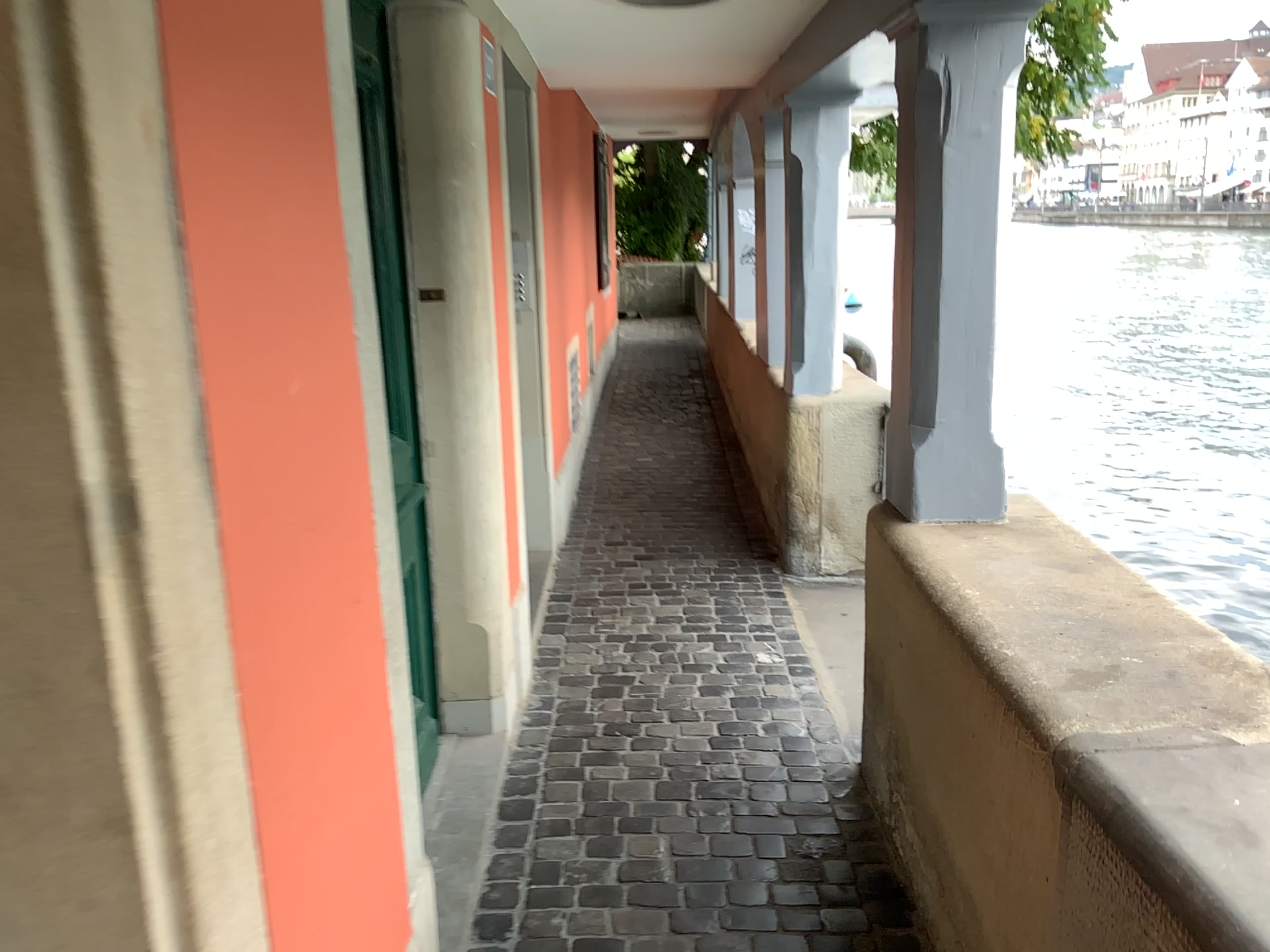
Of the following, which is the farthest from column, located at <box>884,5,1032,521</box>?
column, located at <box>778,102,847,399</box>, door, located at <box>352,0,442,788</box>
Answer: column, located at <box>778,102,847,399</box>

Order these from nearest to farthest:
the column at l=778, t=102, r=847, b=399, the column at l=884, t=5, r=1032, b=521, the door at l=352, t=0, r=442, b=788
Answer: the door at l=352, t=0, r=442, b=788
the column at l=884, t=5, r=1032, b=521
the column at l=778, t=102, r=847, b=399

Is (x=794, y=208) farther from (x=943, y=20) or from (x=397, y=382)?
(x=397, y=382)

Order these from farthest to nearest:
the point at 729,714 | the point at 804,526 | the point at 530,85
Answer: the point at 804,526, the point at 530,85, the point at 729,714

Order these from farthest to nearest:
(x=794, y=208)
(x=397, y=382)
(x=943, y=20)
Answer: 1. (x=794, y=208)
2. (x=943, y=20)
3. (x=397, y=382)

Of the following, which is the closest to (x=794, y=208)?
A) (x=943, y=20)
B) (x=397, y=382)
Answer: (x=943, y=20)

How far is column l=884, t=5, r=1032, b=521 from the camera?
2.3 meters

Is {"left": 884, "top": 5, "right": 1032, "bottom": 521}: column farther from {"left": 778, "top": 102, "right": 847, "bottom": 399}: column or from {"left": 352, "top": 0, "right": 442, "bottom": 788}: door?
{"left": 778, "top": 102, "right": 847, "bottom": 399}: column

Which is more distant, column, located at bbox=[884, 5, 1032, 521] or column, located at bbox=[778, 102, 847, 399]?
column, located at bbox=[778, 102, 847, 399]

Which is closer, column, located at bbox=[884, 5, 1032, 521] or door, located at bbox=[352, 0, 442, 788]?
door, located at bbox=[352, 0, 442, 788]
